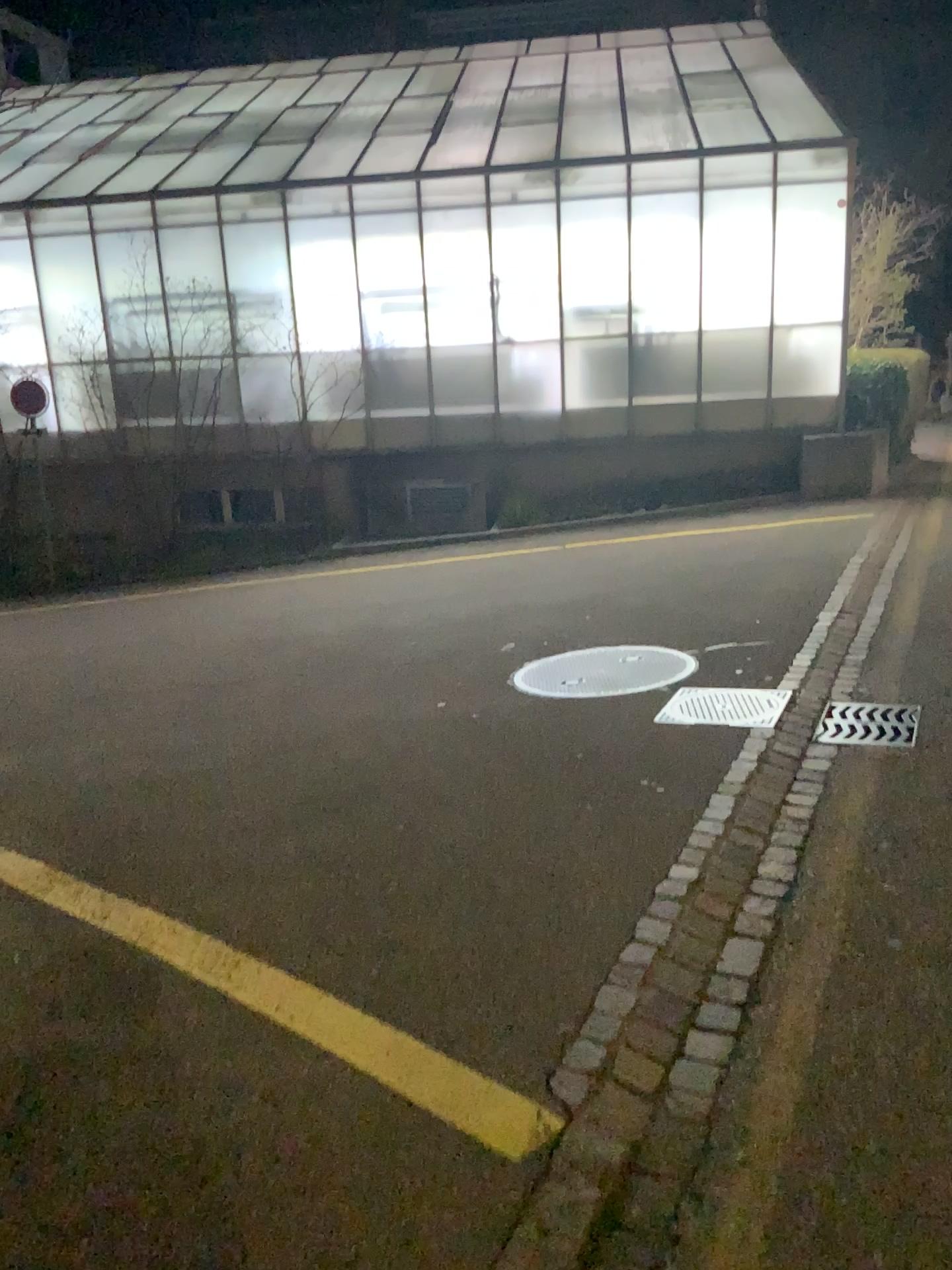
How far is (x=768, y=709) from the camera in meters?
4.6

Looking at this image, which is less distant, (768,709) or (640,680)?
(768,709)

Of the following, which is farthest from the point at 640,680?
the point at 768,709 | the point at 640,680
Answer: the point at 768,709

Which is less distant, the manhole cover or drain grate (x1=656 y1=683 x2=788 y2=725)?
drain grate (x1=656 y1=683 x2=788 y2=725)

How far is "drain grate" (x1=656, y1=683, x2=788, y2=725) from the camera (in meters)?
4.62

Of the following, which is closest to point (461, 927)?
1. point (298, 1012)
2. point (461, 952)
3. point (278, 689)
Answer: point (461, 952)

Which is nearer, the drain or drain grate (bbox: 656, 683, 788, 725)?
drain grate (bbox: 656, 683, 788, 725)
